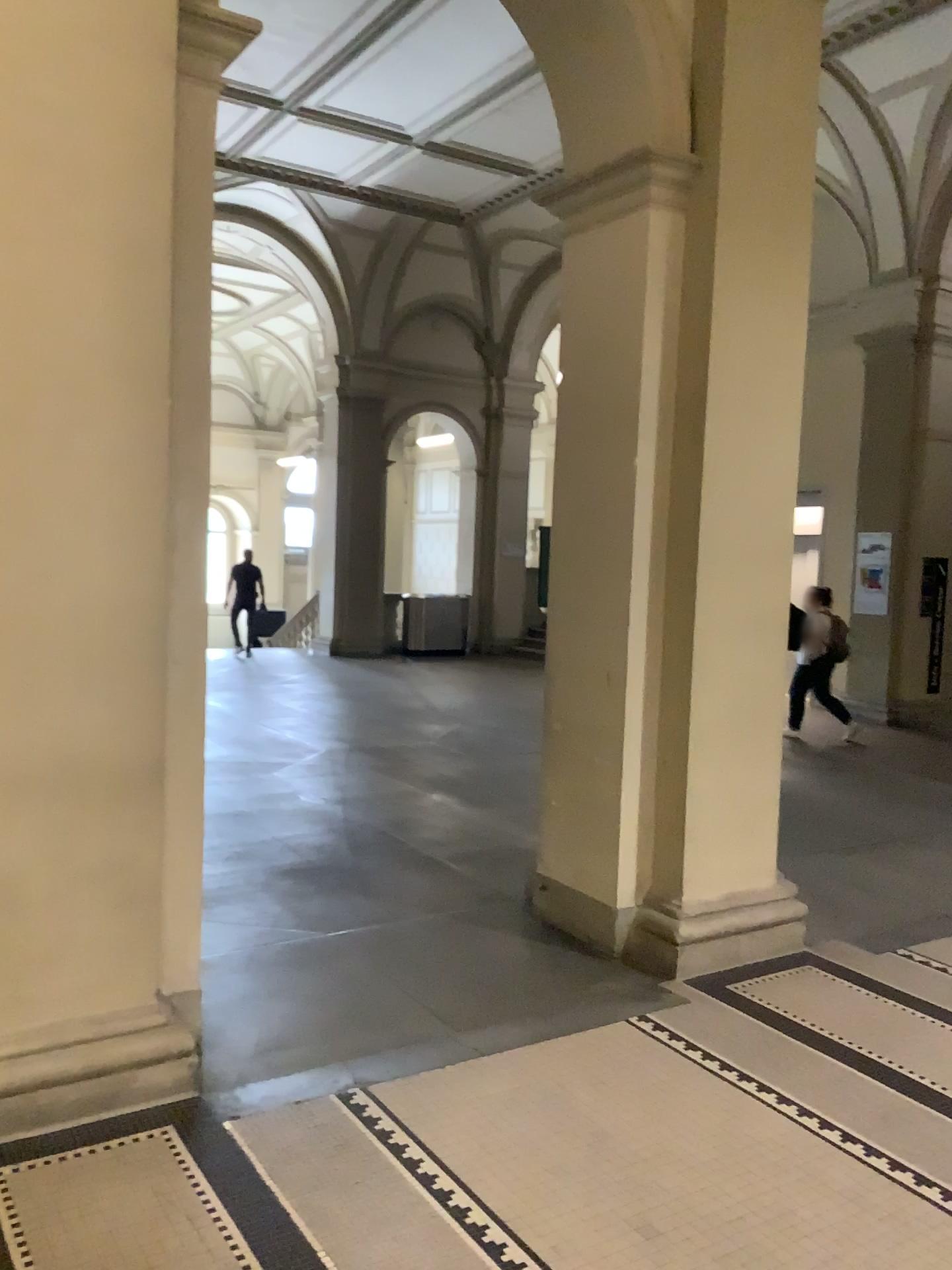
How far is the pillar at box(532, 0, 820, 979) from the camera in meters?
4.2 m

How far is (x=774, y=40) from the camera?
4.2 meters

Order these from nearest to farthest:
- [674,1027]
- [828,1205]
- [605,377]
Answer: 1. [828,1205]
2. [674,1027]
3. [605,377]
